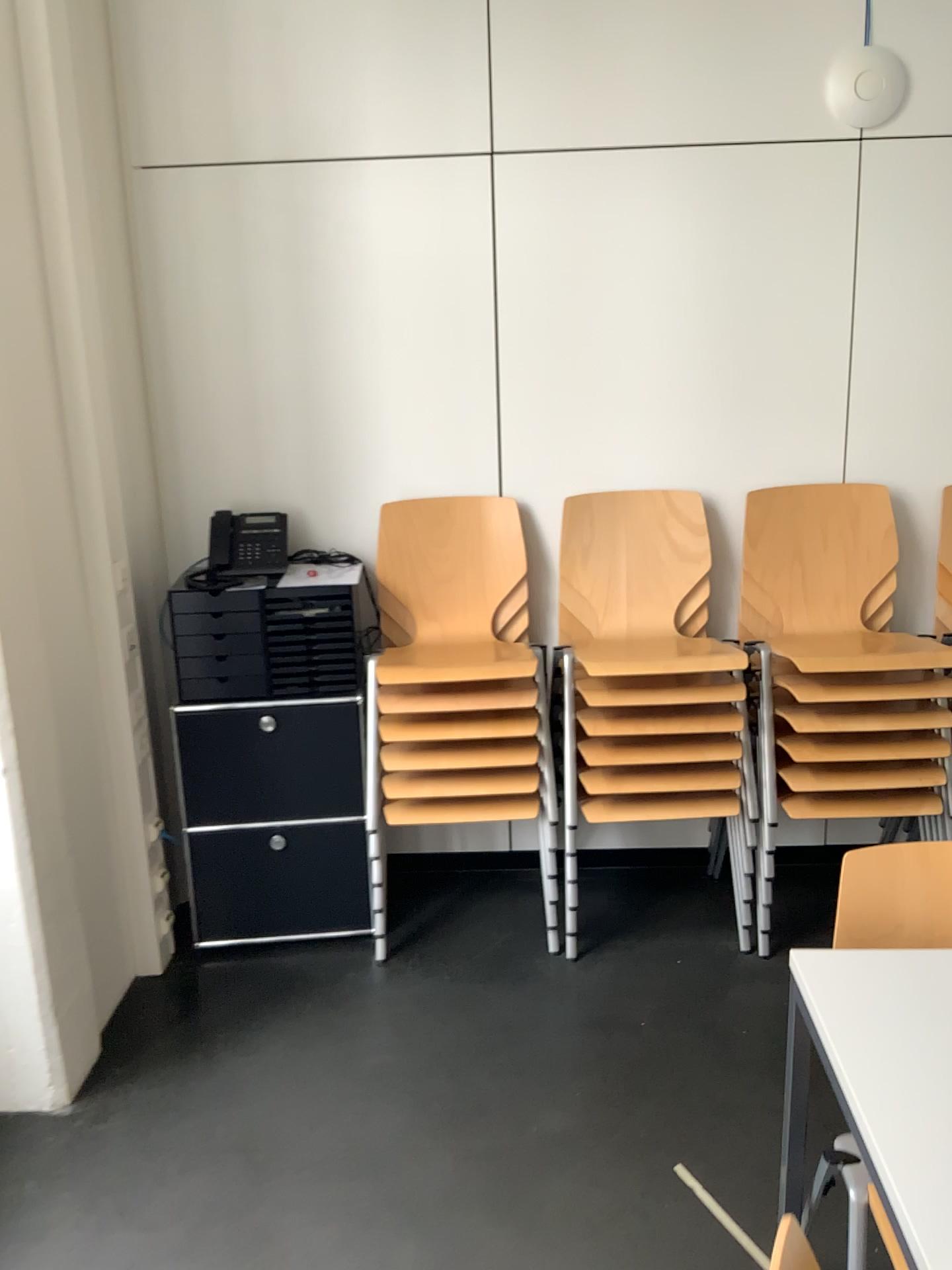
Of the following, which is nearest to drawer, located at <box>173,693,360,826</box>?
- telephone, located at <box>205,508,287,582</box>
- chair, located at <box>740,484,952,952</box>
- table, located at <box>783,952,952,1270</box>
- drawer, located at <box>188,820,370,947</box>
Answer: drawer, located at <box>188,820,370,947</box>

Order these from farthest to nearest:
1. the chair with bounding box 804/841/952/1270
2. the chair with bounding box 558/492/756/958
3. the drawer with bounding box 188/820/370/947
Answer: the drawer with bounding box 188/820/370/947, the chair with bounding box 558/492/756/958, the chair with bounding box 804/841/952/1270

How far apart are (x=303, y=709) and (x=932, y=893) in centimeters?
171cm

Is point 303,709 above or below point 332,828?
above

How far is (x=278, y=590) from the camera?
2.9m

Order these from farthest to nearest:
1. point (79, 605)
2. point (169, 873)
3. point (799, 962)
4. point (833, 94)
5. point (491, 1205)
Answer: point (169, 873) < point (833, 94) < point (79, 605) < point (491, 1205) < point (799, 962)

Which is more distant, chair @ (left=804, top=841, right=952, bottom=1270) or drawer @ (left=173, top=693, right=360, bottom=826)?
drawer @ (left=173, top=693, right=360, bottom=826)

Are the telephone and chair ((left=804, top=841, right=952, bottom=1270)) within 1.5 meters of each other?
no

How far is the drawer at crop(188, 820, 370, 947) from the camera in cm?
294

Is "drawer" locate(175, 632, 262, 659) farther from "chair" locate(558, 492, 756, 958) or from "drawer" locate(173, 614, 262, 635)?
"chair" locate(558, 492, 756, 958)
